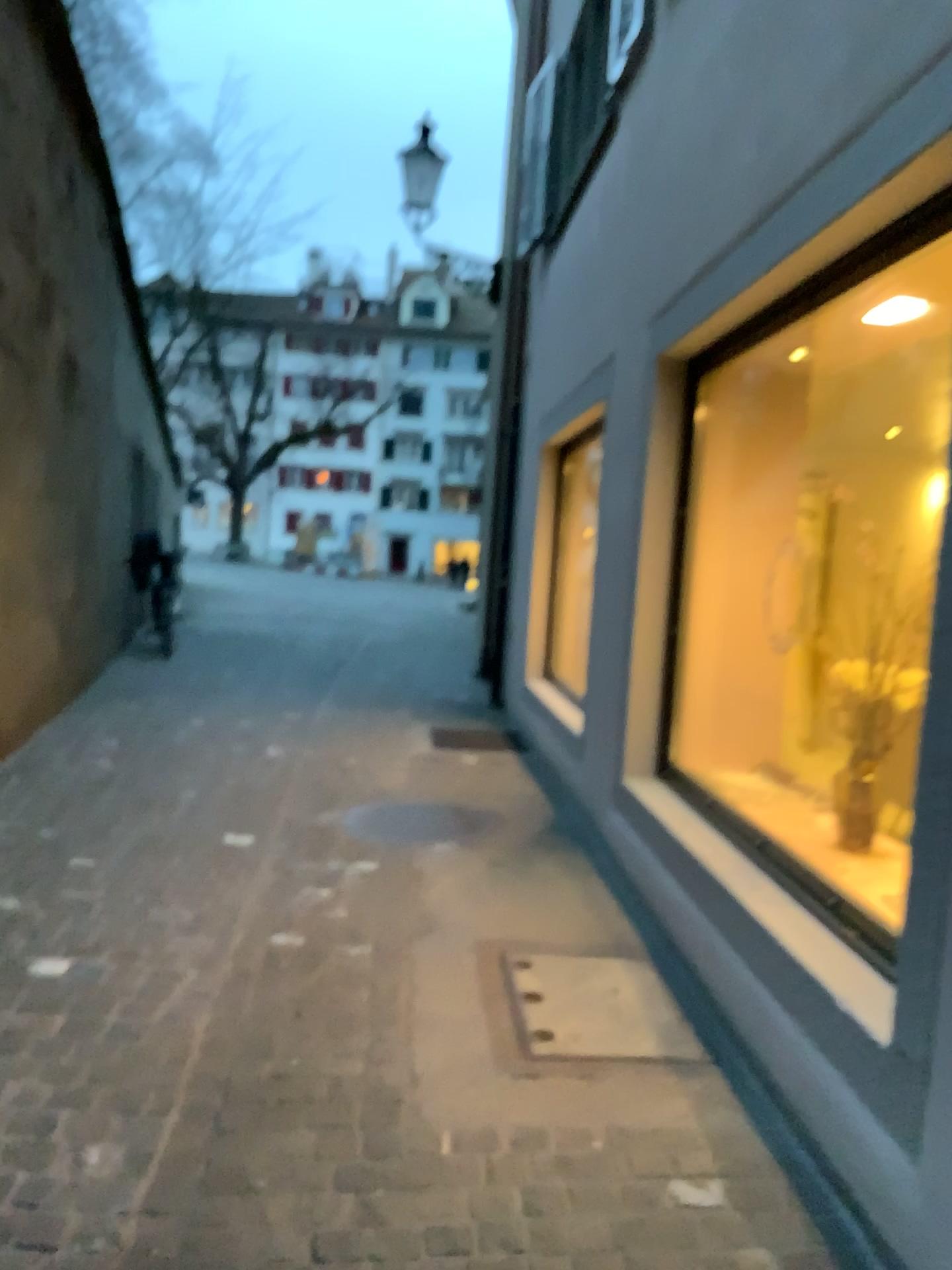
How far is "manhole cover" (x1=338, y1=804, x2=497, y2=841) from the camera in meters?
4.5 m

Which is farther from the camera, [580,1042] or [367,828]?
[367,828]

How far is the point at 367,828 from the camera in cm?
447

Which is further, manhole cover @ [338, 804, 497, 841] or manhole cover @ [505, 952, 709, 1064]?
manhole cover @ [338, 804, 497, 841]

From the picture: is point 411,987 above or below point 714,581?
below
